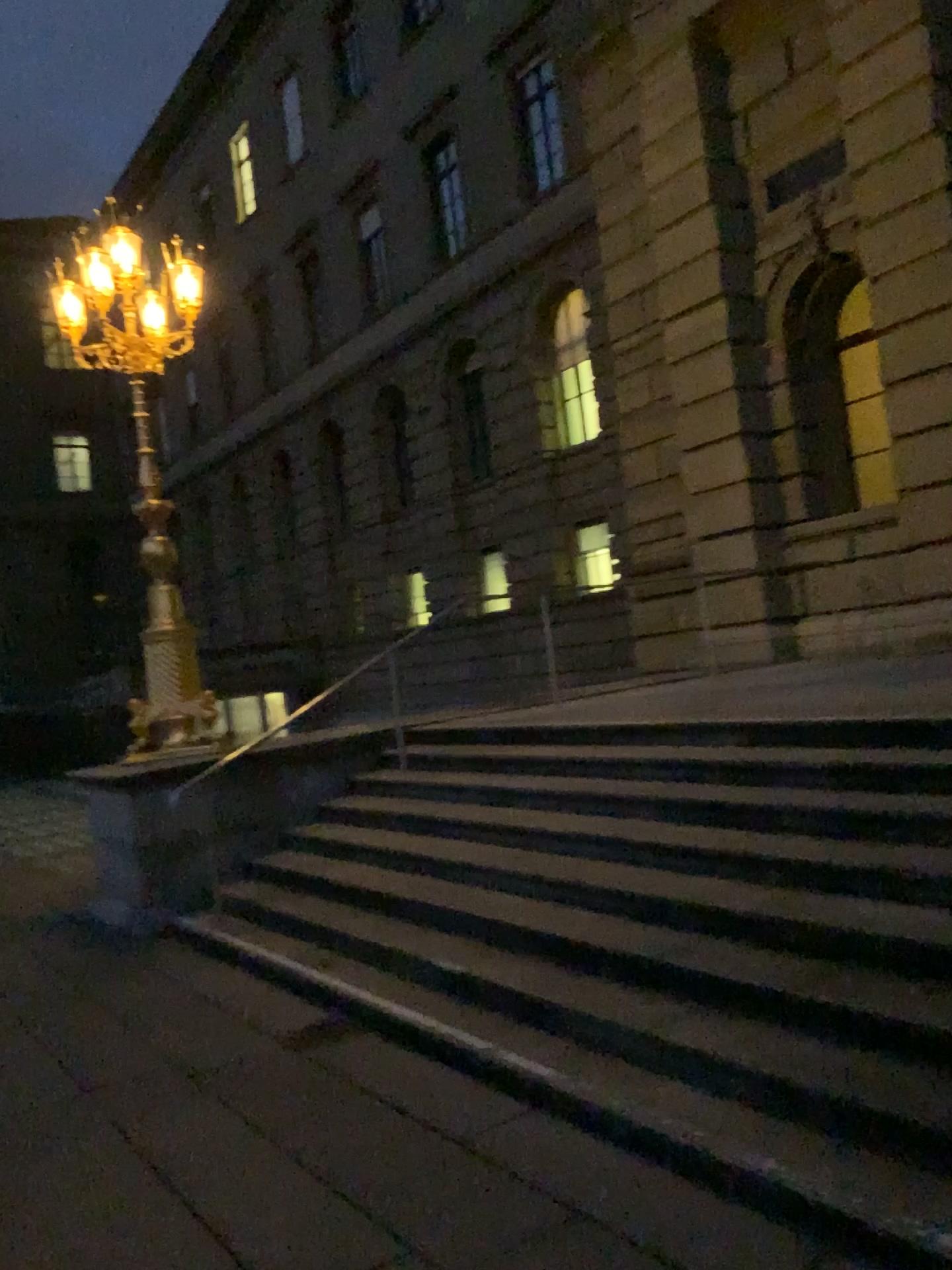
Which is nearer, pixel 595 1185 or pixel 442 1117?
pixel 595 1185
